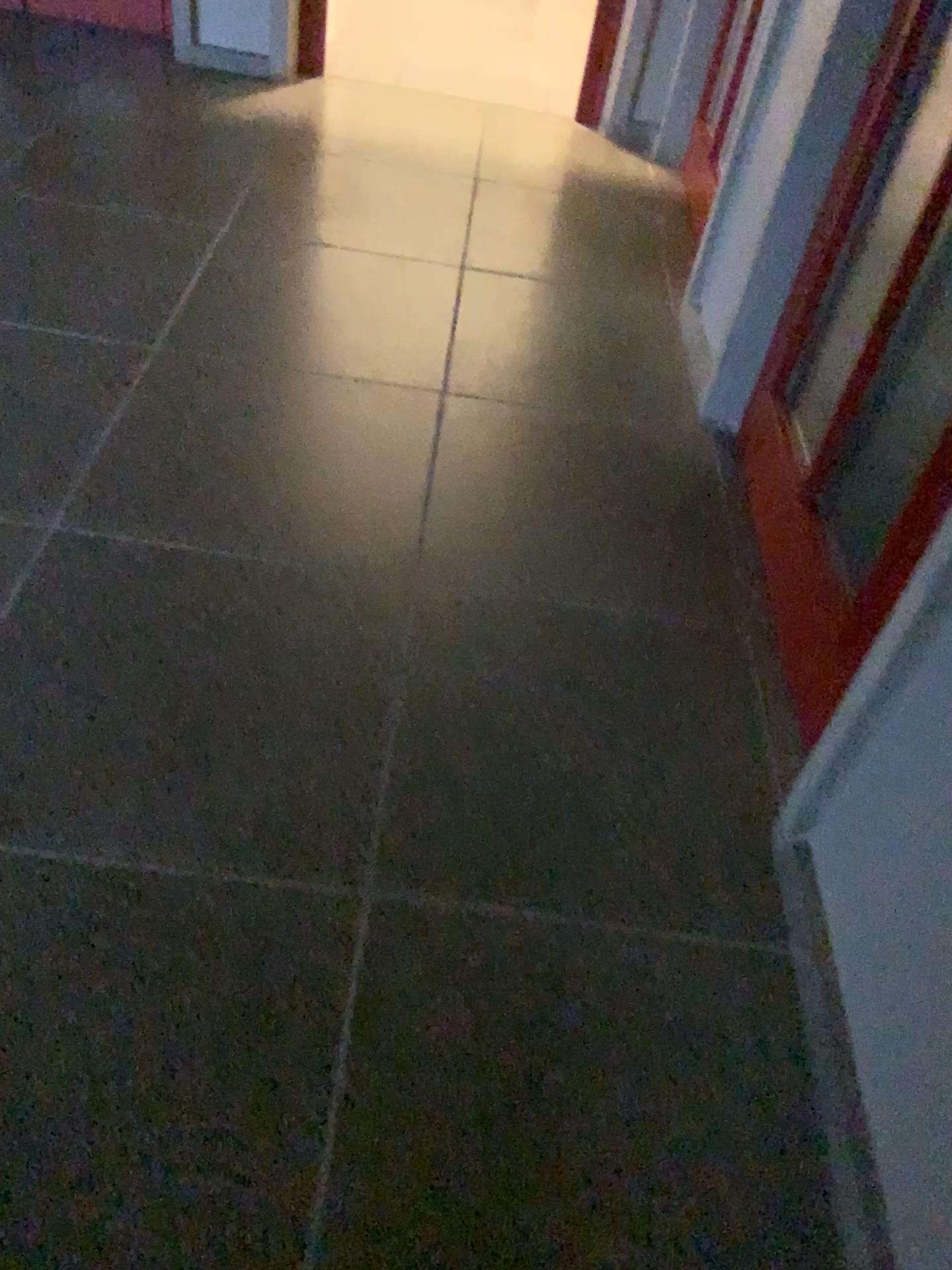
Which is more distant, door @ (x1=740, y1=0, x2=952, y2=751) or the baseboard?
door @ (x1=740, y1=0, x2=952, y2=751)

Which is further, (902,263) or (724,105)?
(724,105)

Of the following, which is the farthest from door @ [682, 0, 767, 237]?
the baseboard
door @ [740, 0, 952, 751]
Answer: the baseboard

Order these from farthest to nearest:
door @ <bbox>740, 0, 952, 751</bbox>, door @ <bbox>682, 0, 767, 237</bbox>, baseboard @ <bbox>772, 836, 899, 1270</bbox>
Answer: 1. door @ <bbox>682, 0, 767, 237</bbox>
2. door @ <bbox>740, 0, 952, 751</bbox>
3. baseboard @ <bbox>772, 836, 899, 1270</bbox>

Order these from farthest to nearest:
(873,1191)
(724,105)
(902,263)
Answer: (724,105), (902,263), (873,1191)

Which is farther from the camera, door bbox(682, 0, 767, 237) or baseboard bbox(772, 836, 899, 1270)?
door bbox(682, 0, 767, 237)

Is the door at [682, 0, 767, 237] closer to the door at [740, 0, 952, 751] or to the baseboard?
the door at [740, 0, 952, 751]

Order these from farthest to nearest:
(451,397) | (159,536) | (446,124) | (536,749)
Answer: (446,124) < (451,397) < (159,536) < (536,749)

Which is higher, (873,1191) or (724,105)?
(724,105)
